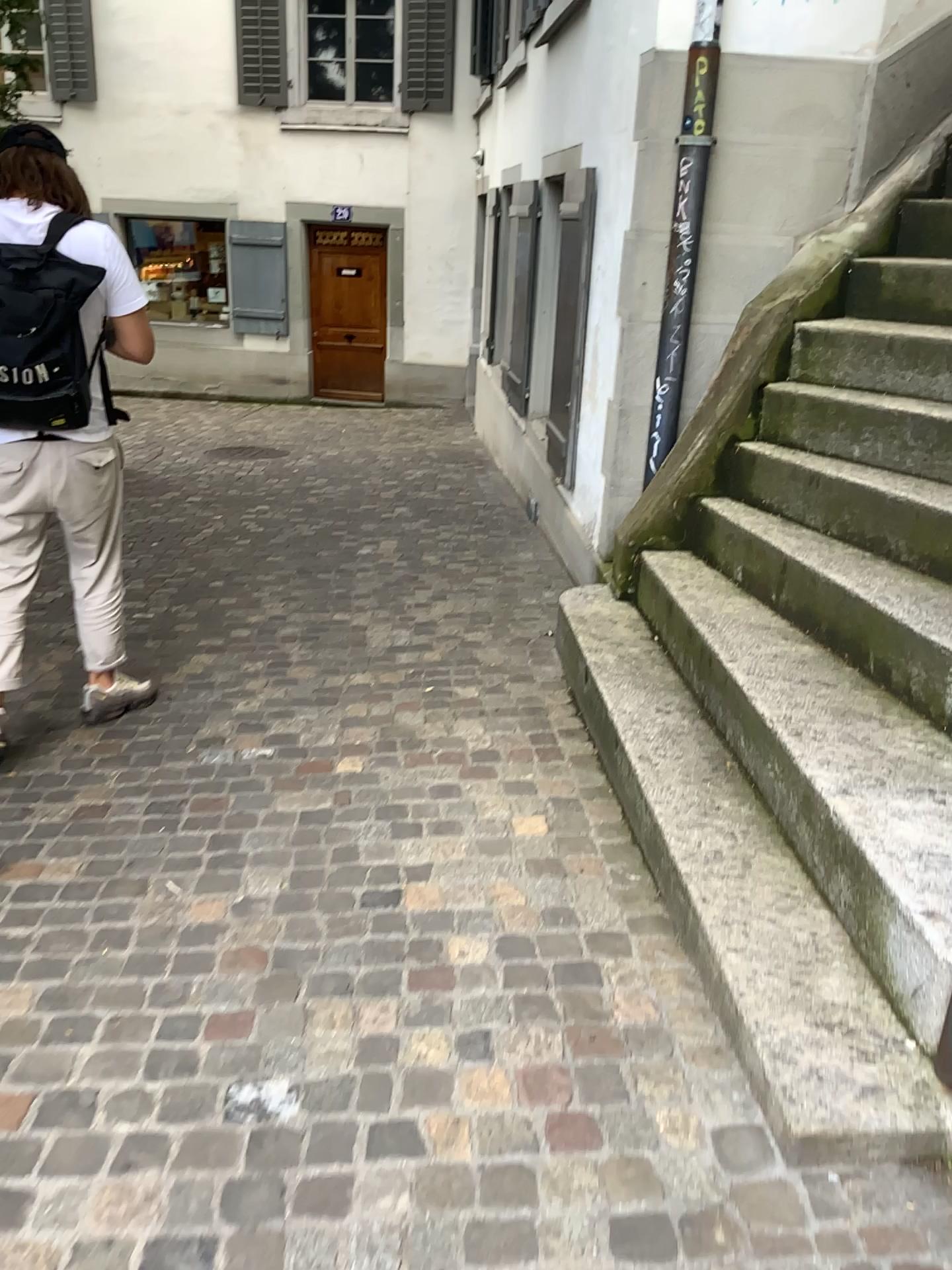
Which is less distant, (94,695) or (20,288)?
(20,288)

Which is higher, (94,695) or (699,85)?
(699,85)

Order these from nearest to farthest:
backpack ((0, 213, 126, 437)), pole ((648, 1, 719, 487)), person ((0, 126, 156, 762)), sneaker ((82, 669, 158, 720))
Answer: backpack ((0, 213, 126, 437))
person ((0, 126, 156, 762))
sneaker ((82, 669, 158, 720))
pole ((648, 1, 719, 487))

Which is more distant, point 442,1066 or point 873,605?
point 873,605

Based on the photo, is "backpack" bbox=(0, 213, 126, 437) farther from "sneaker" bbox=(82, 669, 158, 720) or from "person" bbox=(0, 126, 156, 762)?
"sneaker" bbox=(82, 669, 158, 720)

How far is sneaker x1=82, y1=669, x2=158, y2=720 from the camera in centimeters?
340cm

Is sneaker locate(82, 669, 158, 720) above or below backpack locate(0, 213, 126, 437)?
below

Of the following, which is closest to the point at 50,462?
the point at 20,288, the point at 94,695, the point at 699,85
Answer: the point at 20,288

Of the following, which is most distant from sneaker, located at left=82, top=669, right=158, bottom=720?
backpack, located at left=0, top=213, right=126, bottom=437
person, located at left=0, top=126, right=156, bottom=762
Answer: backpack, located at left=0, top=213, right=126, bottom=437

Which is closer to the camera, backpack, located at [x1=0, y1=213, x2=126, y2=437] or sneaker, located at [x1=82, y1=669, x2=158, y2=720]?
backpack, located at [x1=0, y1=213, x2=126, y2=437]
